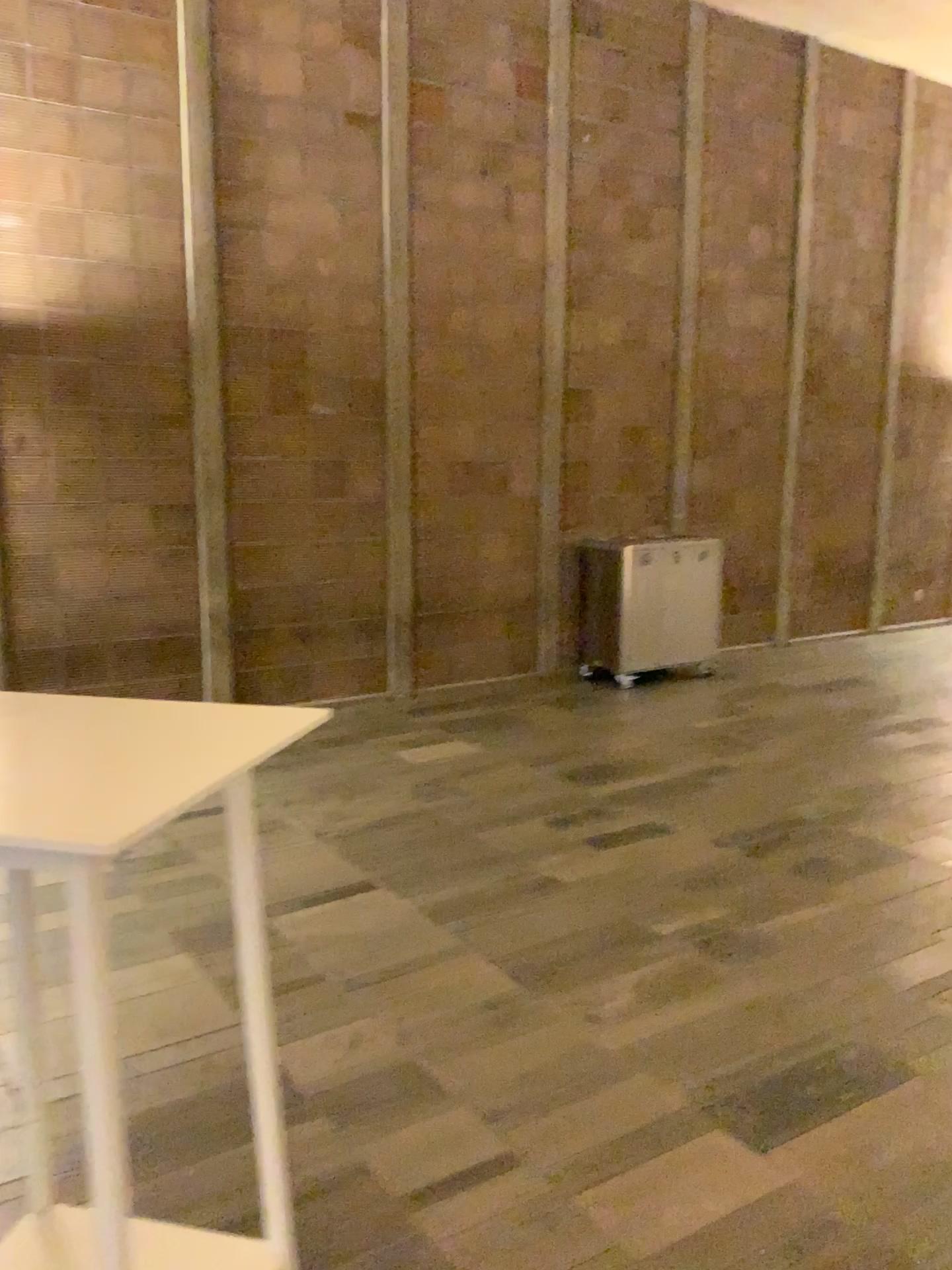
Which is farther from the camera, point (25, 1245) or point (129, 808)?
point (25, 1245)

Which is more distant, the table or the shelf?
the shelf

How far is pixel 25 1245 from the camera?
1.7 meters

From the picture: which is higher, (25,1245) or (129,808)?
(129,808)

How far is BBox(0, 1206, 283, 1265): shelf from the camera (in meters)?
1.72

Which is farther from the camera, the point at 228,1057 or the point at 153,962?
the point at 153,962
